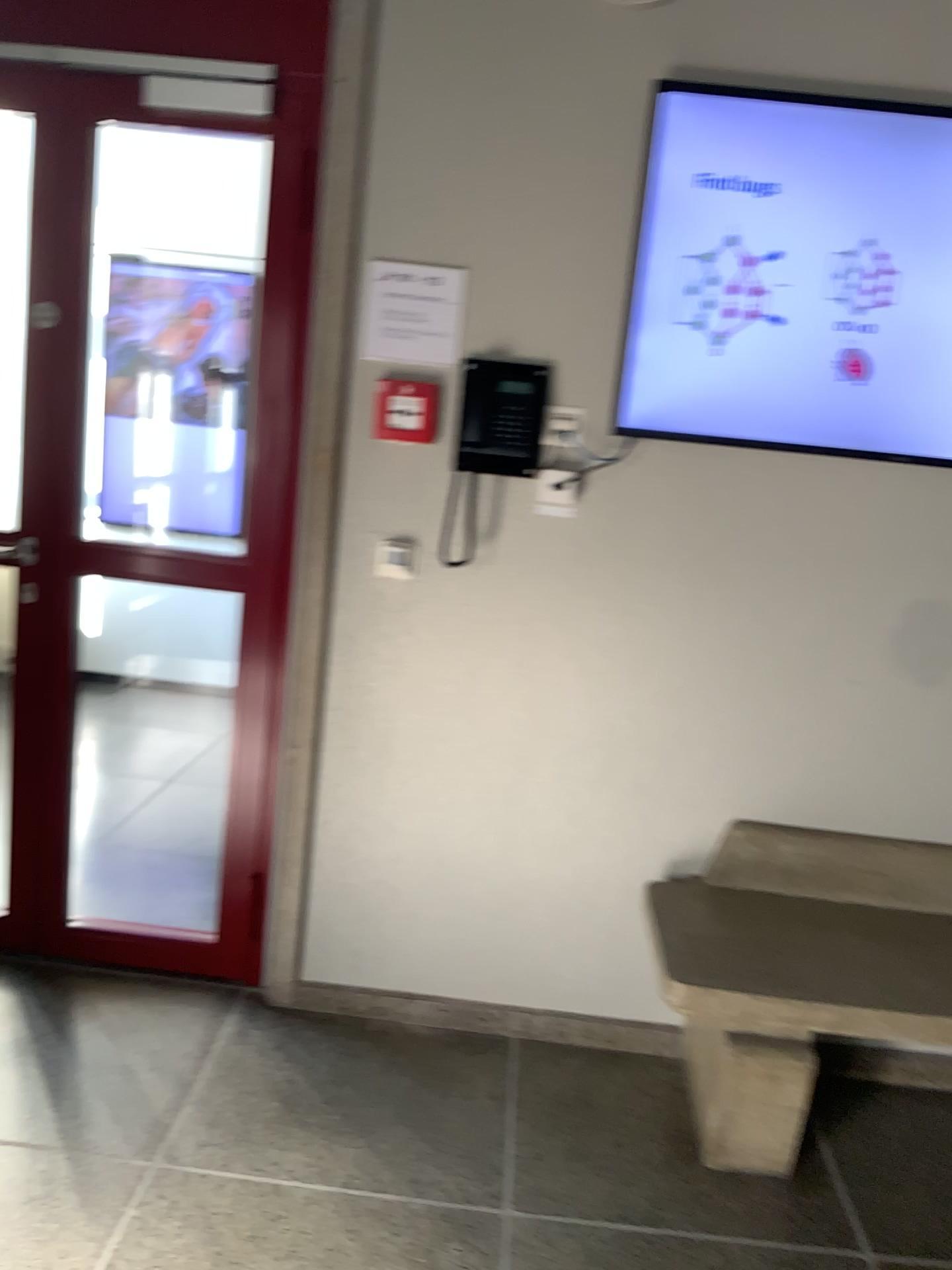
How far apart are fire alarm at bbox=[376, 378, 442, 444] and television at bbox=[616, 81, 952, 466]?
0.43m

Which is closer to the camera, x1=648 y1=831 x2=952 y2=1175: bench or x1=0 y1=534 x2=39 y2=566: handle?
x1=648 y1=831 x2=952 y2=1175: bench

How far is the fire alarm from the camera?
2.4 meters

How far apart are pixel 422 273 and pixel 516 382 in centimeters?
32cm

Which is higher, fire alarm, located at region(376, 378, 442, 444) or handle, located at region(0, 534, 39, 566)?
fire alarm, located at region(376, 378, 442, 444)

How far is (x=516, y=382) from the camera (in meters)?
2.38

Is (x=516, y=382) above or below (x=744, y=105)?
below

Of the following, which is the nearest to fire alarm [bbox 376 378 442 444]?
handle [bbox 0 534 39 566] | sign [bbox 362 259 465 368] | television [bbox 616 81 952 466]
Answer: sign [bbox 362 259 465 368]

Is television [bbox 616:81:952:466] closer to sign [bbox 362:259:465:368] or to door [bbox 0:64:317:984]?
sign [bbox 362:259:465:368]

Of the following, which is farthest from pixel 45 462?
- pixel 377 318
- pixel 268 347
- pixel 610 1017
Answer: pixel 610 1017
